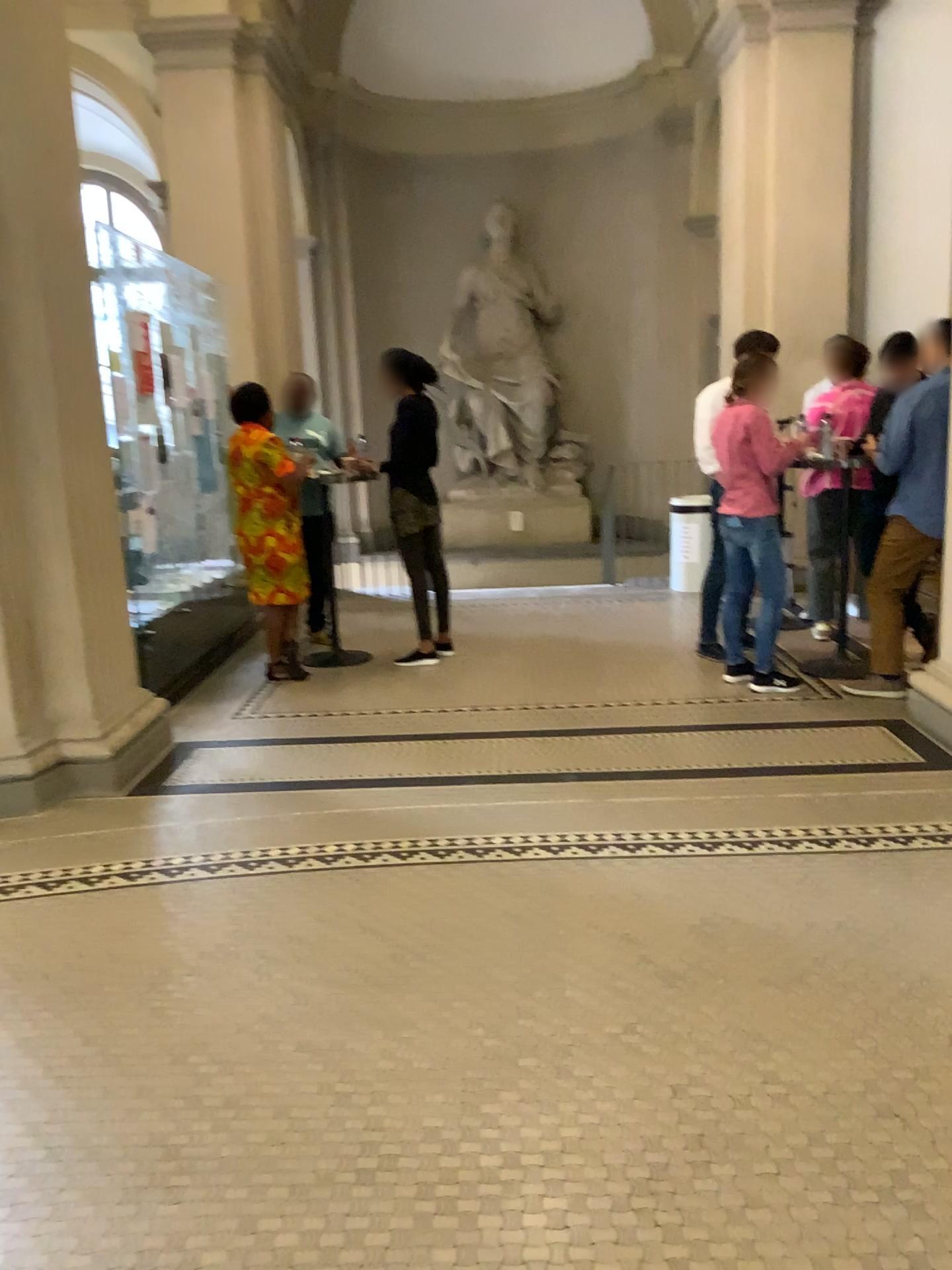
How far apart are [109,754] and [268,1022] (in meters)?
2.02
